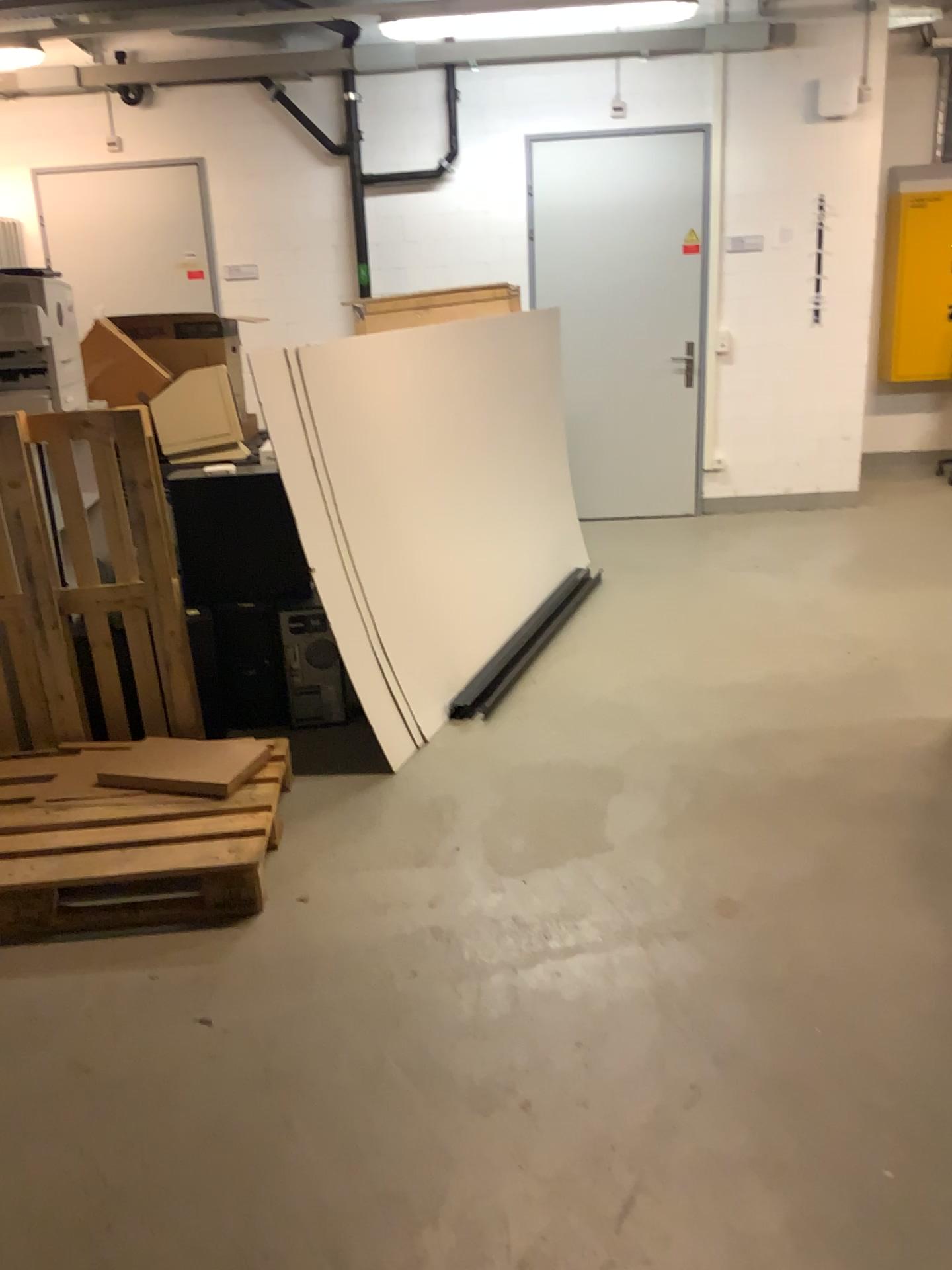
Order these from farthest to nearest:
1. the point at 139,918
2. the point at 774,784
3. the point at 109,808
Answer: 1. the point at 774,784
2. the point at 109,808
3. the point at 139,918

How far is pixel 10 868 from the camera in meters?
2.6 m

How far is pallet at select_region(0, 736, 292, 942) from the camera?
2.6m
